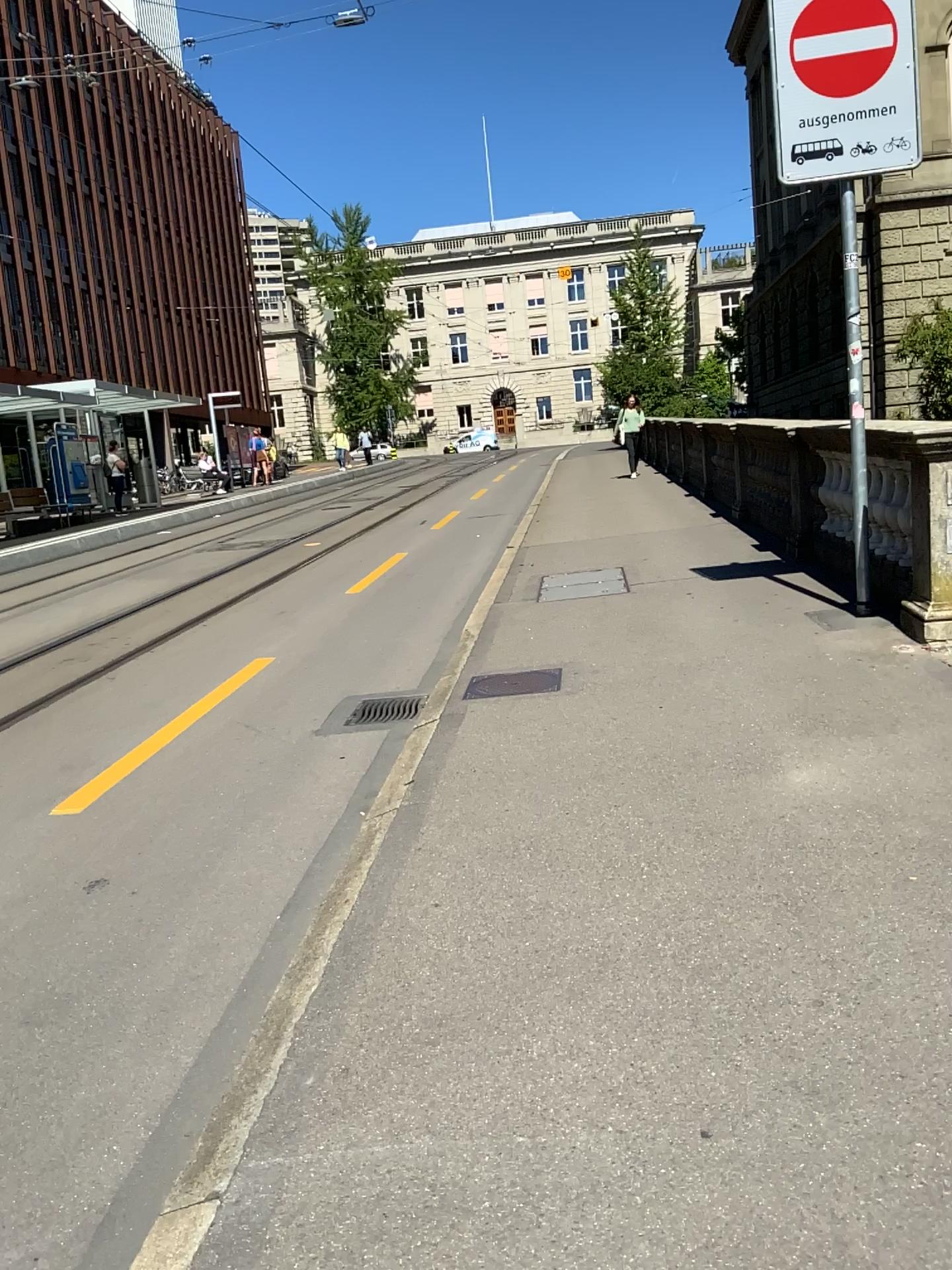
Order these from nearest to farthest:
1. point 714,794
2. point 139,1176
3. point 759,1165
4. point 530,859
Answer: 1. point 759,1165
2. point 139,1176
3. point 530,859
4. point 714,794
